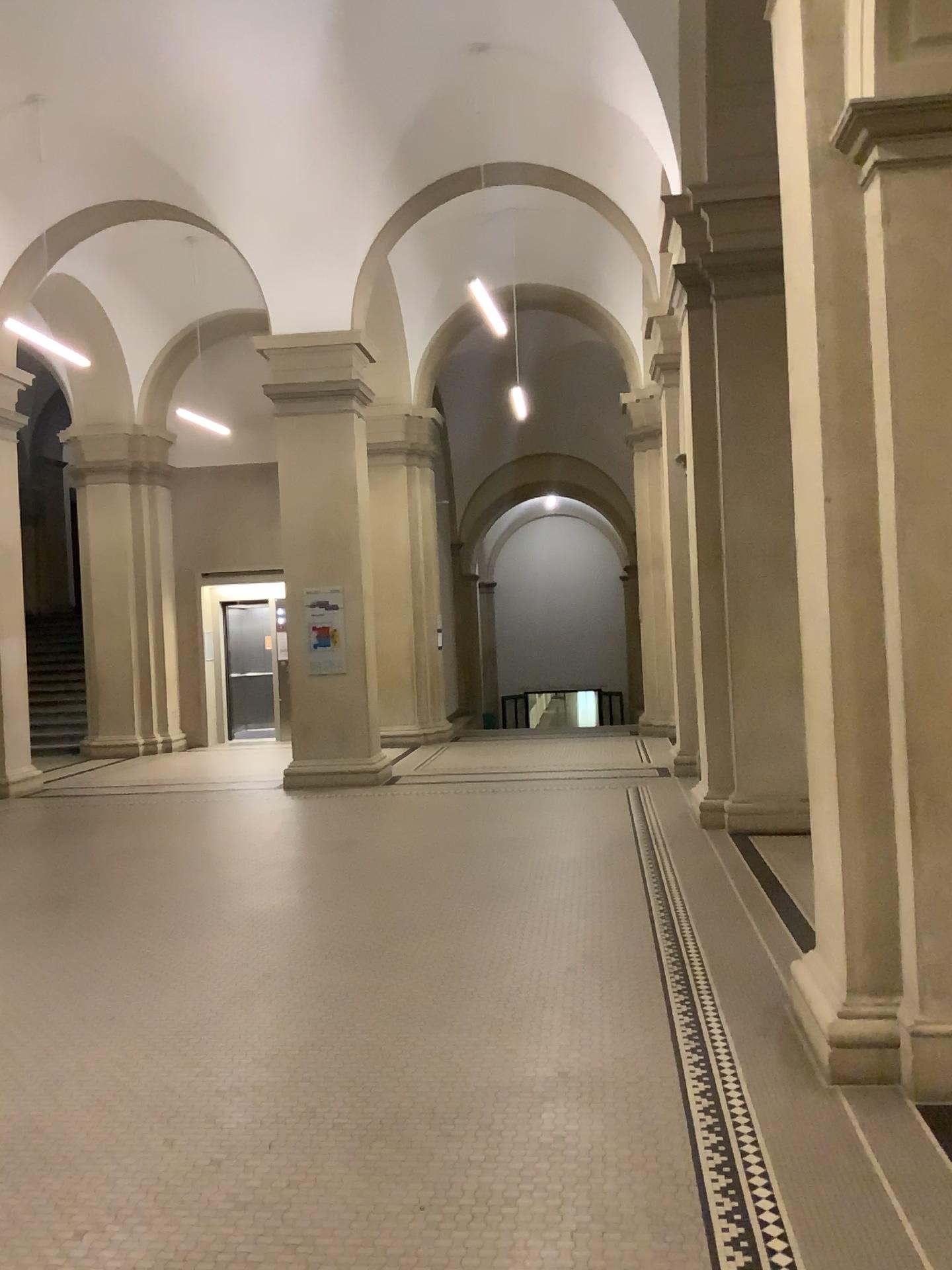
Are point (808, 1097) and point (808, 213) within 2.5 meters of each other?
no

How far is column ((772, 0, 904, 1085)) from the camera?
3.6m

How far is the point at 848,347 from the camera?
3.6m
